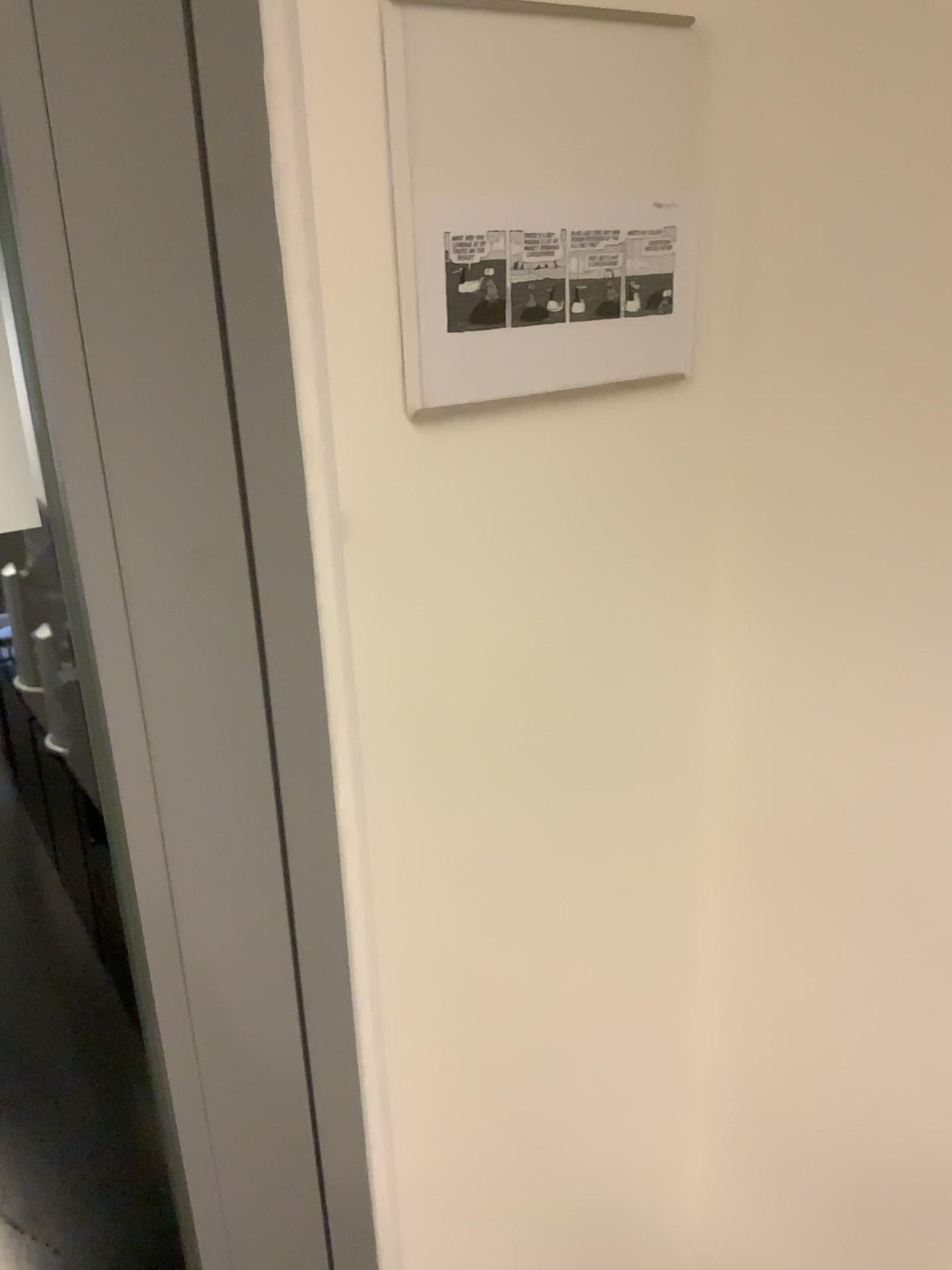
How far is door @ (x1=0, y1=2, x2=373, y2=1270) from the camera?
0.5 meters

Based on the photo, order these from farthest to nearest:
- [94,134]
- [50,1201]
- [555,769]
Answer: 1. [50,1201]
2. [555,769]
3. [94,134]

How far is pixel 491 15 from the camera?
0.6 meters

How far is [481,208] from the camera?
0.6 meters

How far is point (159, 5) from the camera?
0.5 meters

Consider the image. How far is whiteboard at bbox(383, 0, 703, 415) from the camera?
0.57m

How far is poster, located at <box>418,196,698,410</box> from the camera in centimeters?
60cm
